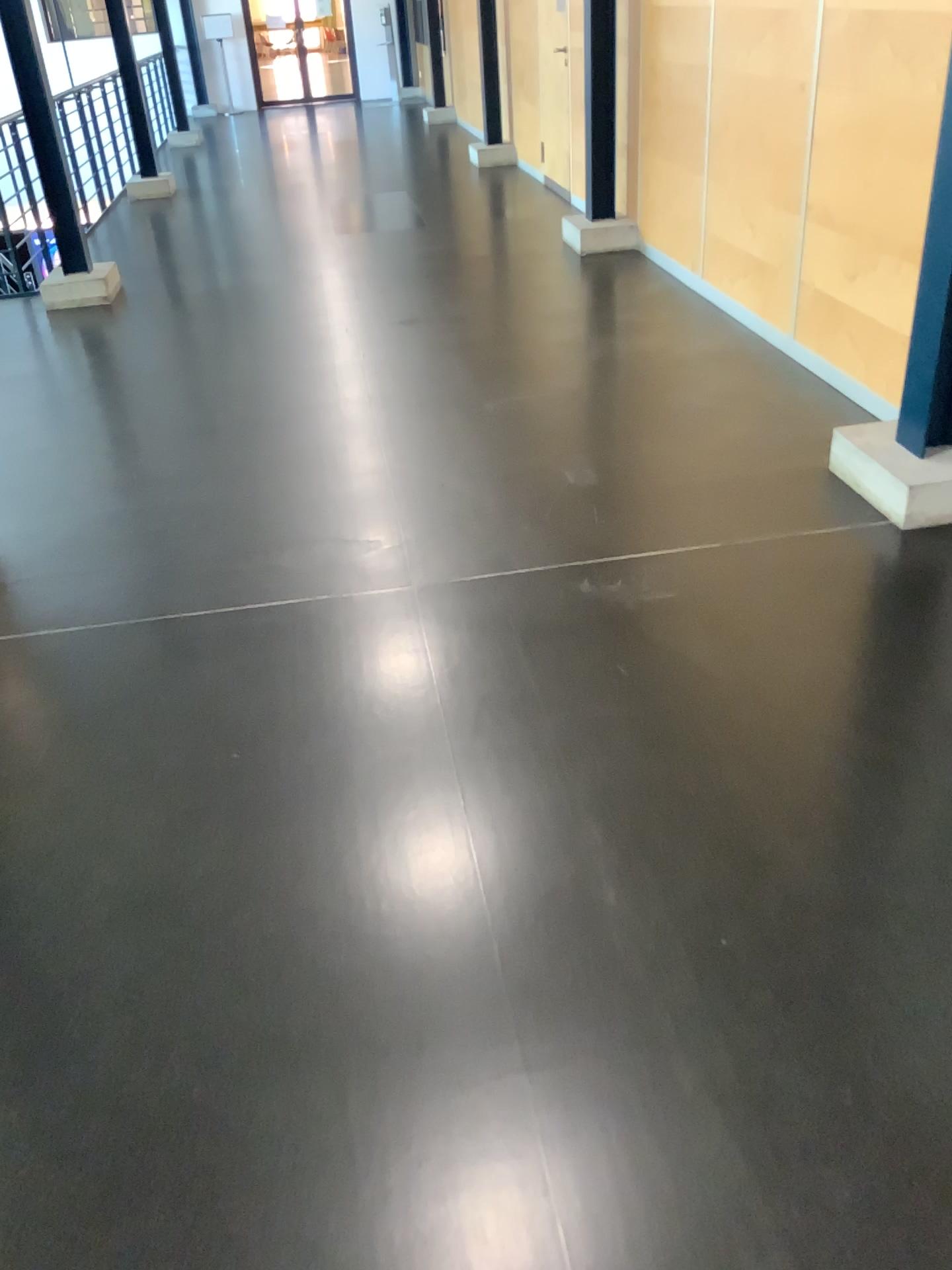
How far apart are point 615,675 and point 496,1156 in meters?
1.3
